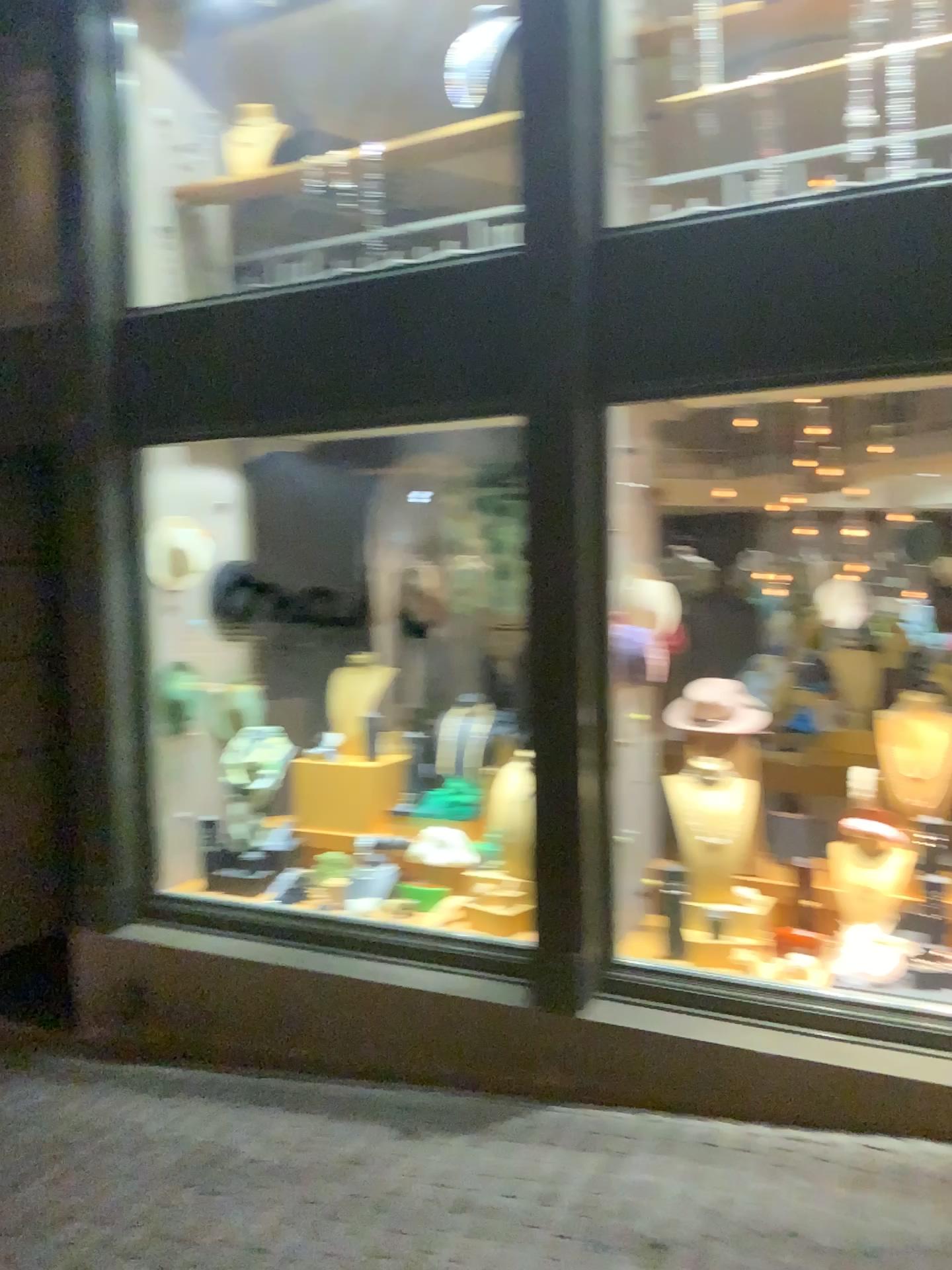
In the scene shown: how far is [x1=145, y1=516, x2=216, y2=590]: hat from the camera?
4.25m

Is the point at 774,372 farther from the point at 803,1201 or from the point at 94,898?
the point at 94,898

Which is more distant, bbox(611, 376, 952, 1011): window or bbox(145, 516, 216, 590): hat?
bbox(145, 516, 216, 590): hat

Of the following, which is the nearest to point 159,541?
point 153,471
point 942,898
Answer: point 153,471

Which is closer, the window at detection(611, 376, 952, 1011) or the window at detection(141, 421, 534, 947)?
the window at detection(611, 376, 952, 1011)

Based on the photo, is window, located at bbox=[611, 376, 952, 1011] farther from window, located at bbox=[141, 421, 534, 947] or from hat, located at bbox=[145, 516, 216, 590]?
hat, located at bbox=[145, 516, 216, 590]

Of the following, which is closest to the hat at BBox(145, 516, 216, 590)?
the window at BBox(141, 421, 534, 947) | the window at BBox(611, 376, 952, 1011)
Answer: the window at BBox(141, 421, 534, 947)

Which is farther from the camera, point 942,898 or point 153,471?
point 153,471

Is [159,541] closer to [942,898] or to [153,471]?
[153,471]
